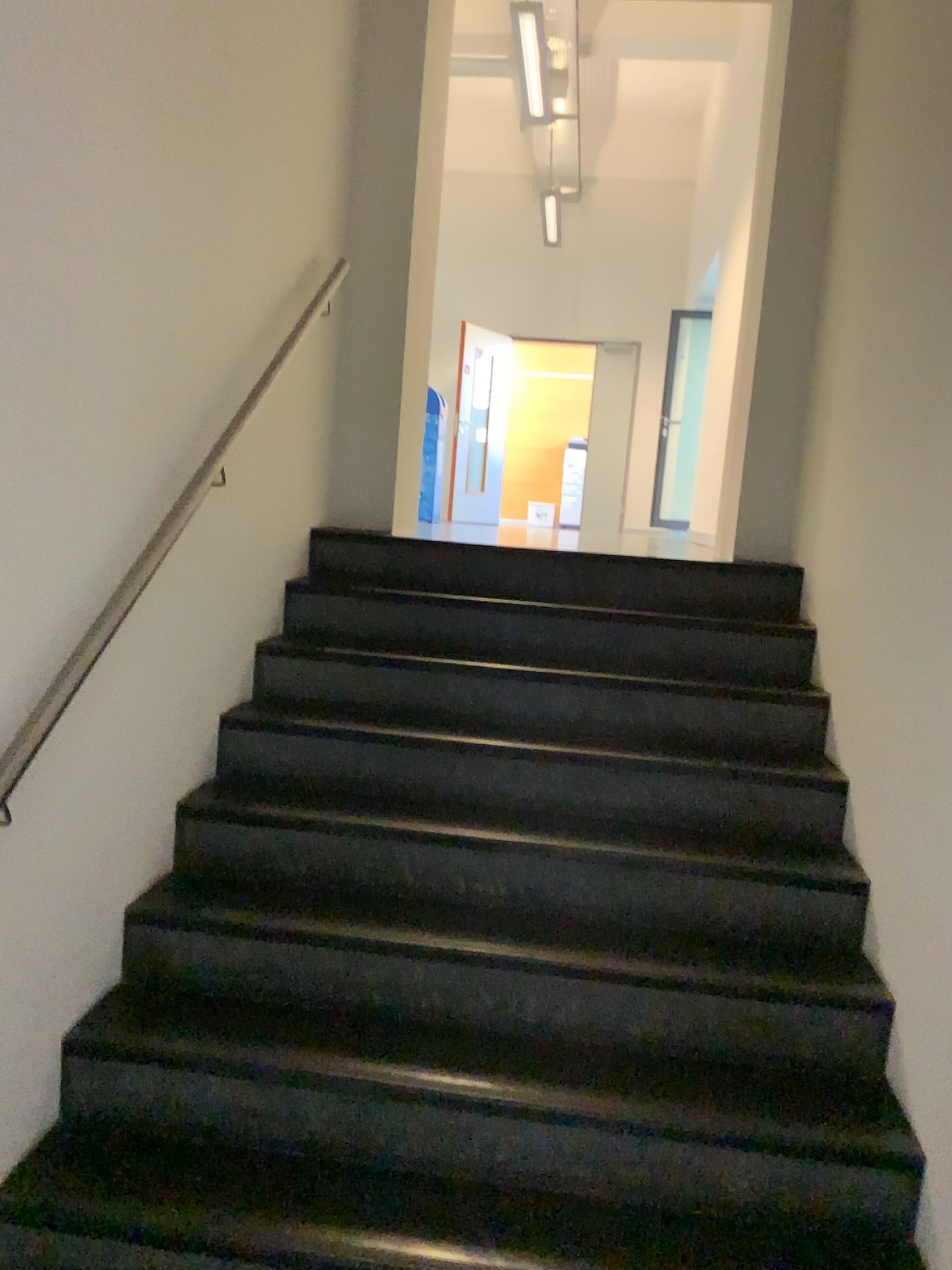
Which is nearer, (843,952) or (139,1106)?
(139,1106)
